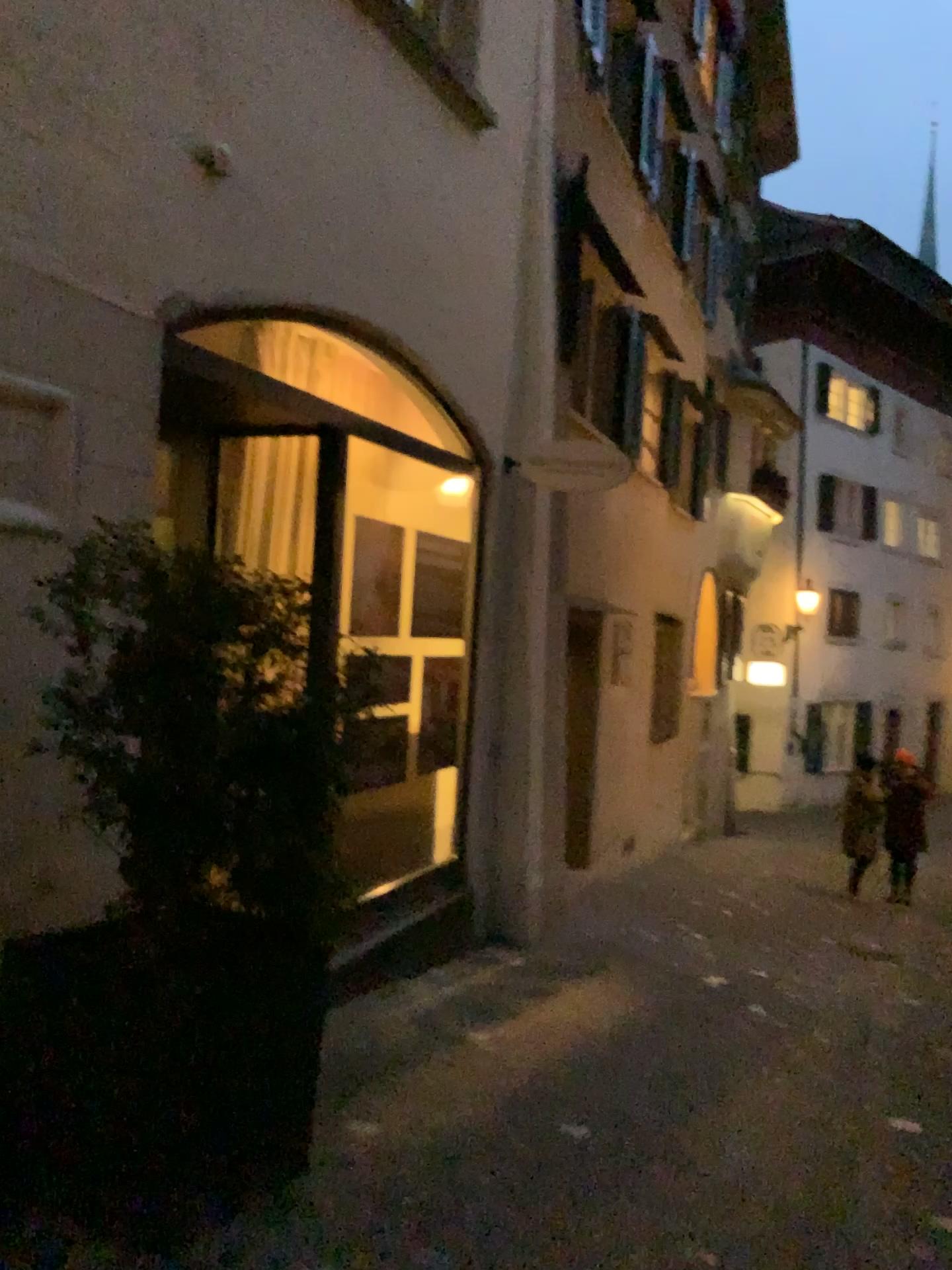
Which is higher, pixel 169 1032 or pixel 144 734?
pixel 144 734

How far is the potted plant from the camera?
2.4 meters

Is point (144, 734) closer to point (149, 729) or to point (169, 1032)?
point (149, 729)

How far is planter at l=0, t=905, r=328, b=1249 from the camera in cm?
243

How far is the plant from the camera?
2.43m

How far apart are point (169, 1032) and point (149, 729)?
0.7 meters

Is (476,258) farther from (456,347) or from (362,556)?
(362,556)
